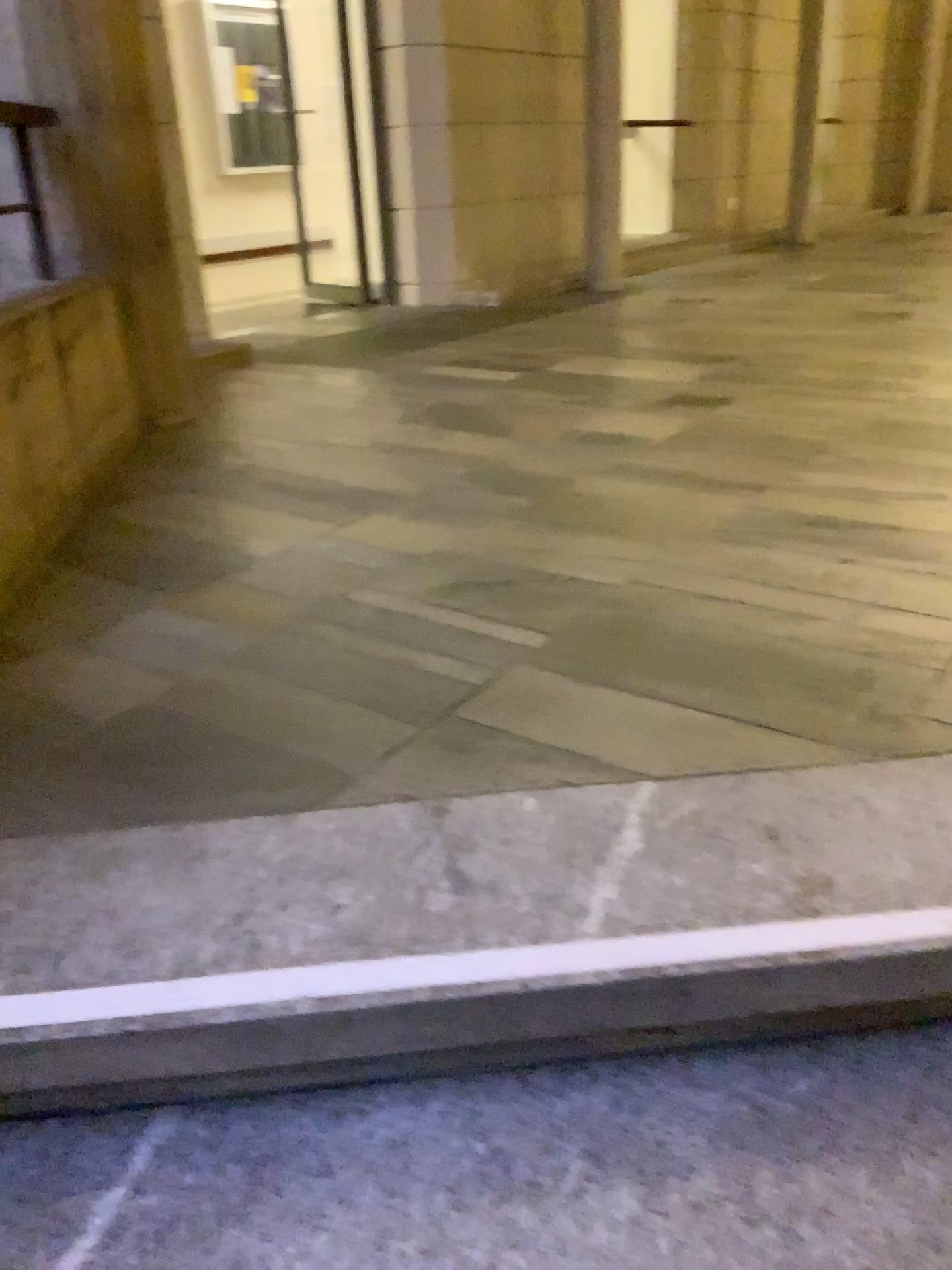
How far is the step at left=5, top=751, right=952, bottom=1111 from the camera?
1.10m

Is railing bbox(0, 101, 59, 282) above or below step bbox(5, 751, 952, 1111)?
above

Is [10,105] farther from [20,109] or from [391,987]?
[391,987]

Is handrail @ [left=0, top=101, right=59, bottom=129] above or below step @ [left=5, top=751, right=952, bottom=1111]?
above

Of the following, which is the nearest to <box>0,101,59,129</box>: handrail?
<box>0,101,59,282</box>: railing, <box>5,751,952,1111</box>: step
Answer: <box>0,101,59,282</box>: railing

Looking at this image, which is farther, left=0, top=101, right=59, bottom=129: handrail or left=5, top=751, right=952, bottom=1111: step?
left=0, top=101, right=59, bottom=129: handrail

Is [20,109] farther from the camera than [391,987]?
Yes

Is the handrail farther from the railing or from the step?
the step

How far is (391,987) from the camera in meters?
1.1

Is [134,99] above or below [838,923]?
above
